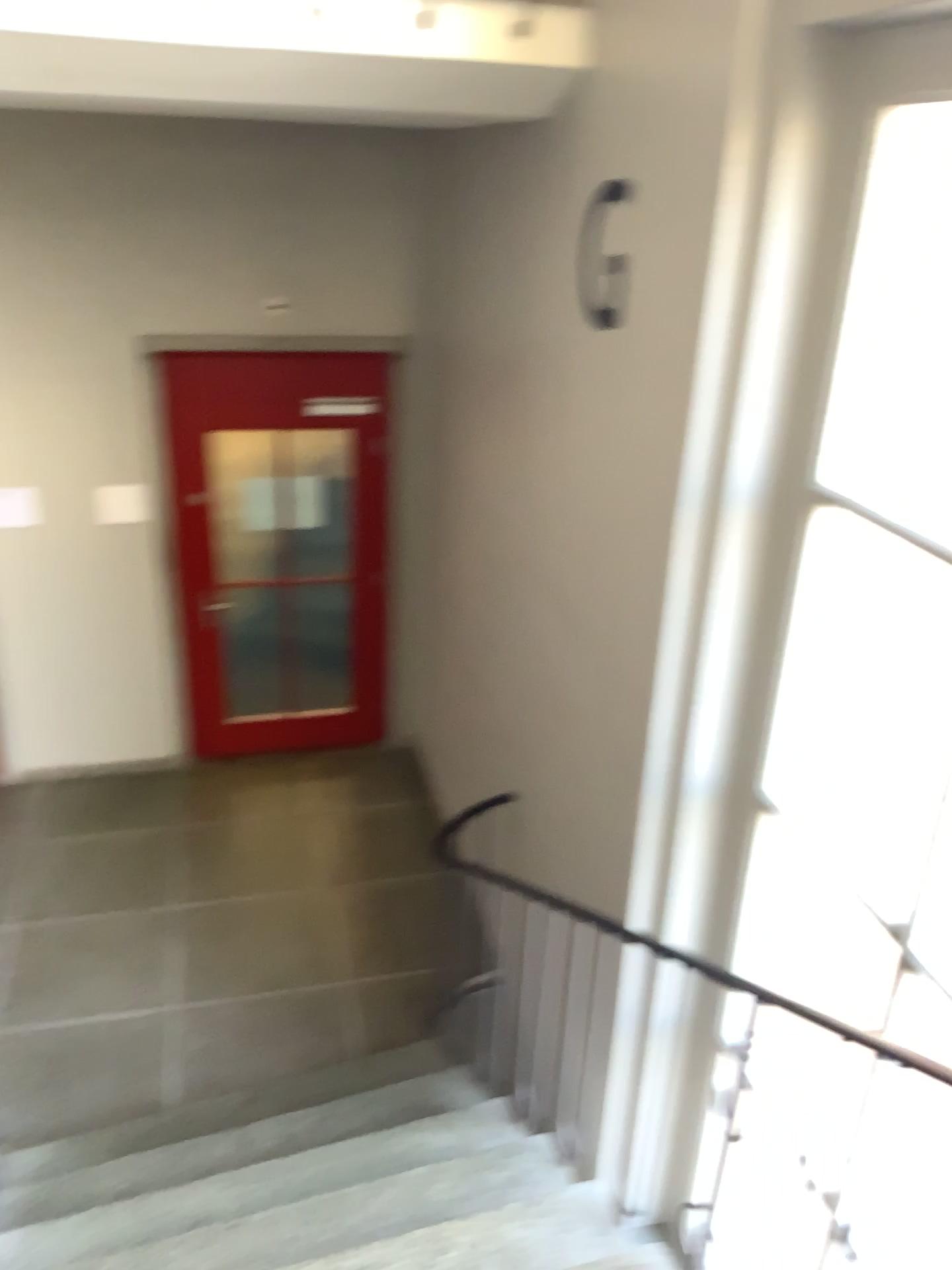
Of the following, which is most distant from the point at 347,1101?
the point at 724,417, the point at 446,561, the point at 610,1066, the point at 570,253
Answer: the point at 570,253
